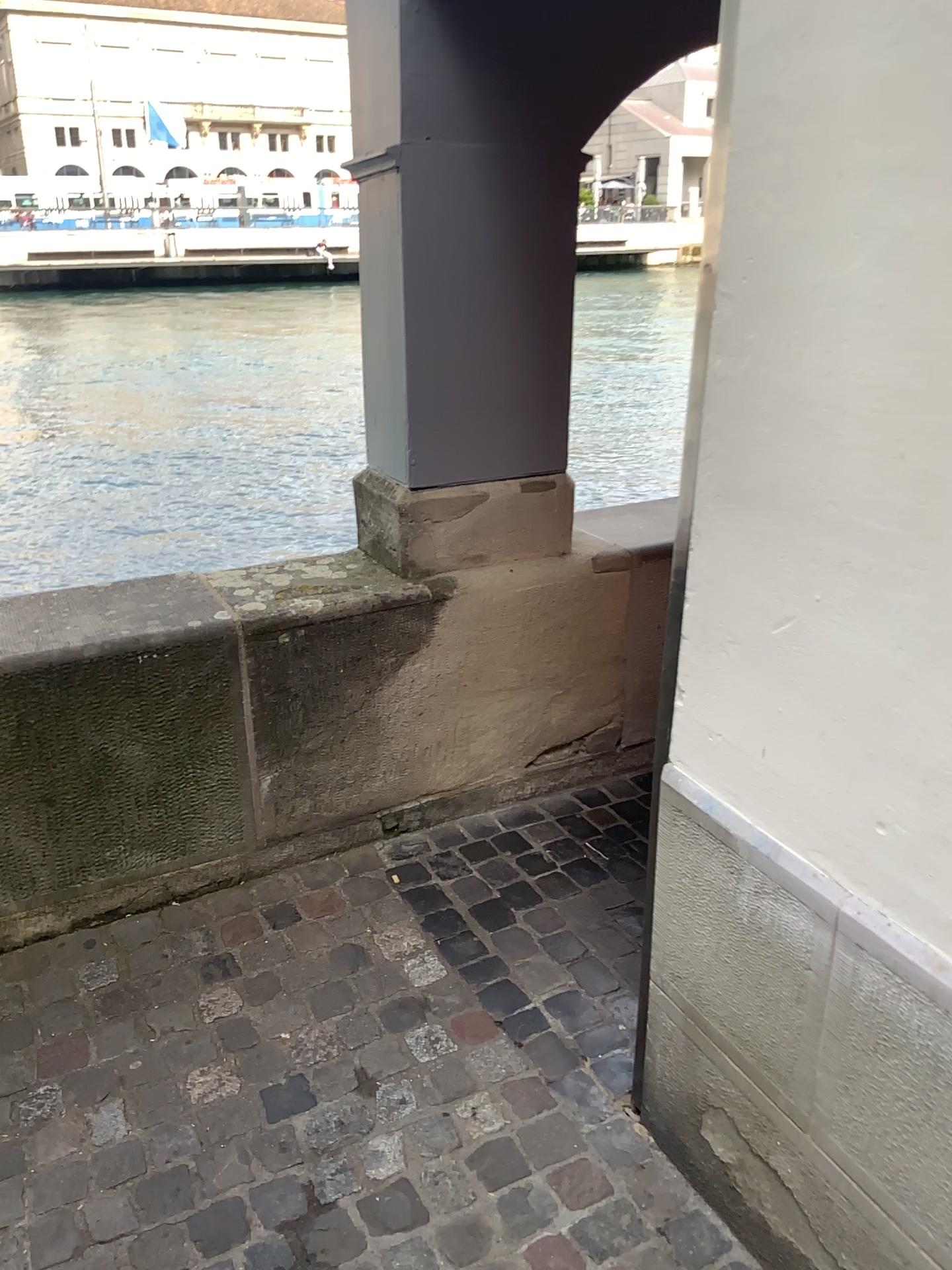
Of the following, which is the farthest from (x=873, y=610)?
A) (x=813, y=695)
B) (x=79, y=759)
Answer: (x=79, y=759)
